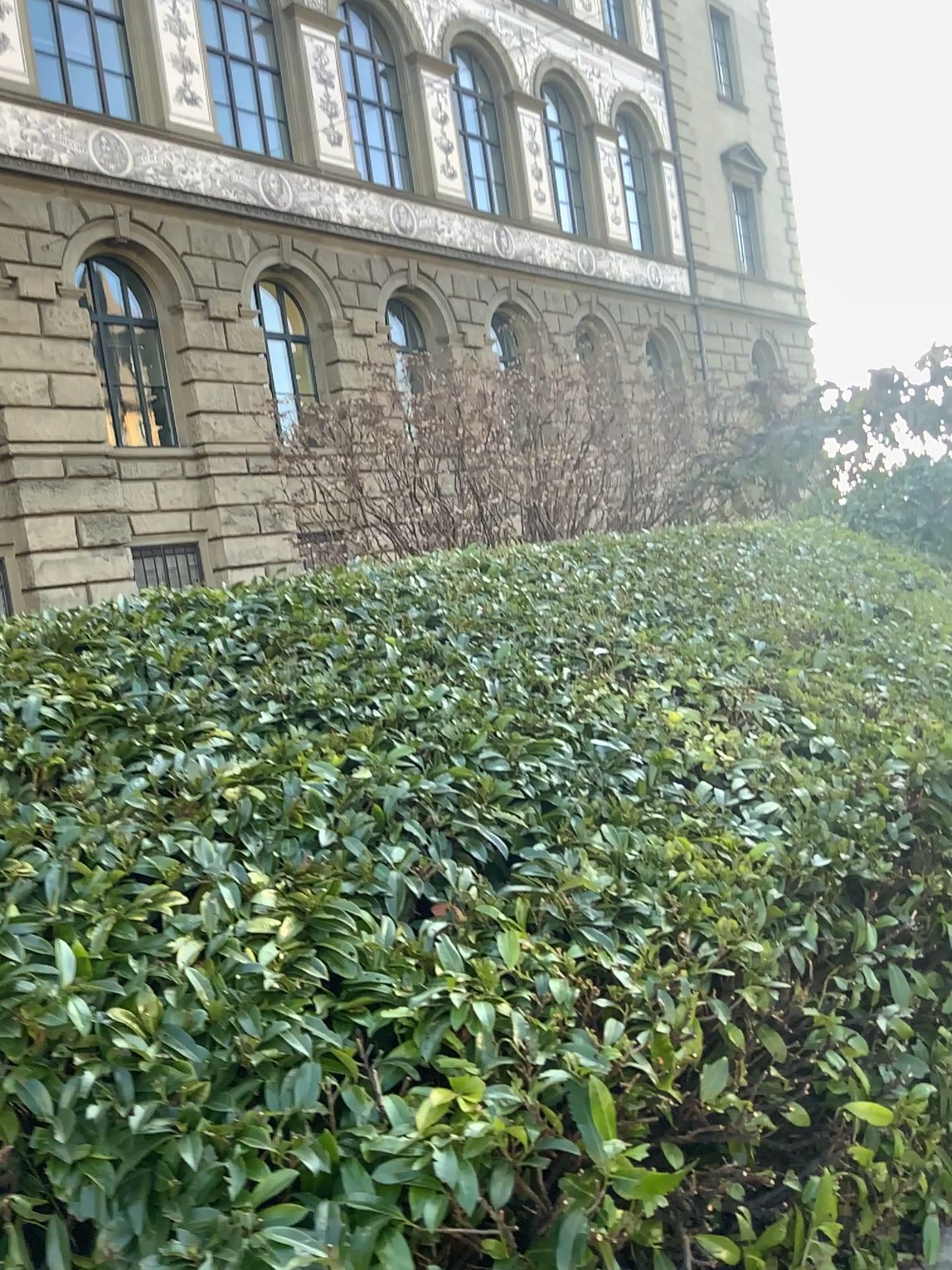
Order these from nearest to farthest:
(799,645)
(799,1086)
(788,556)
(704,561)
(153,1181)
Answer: (153,1181) → (799,1086) → (799,645) → (704,561) → (788,556)
